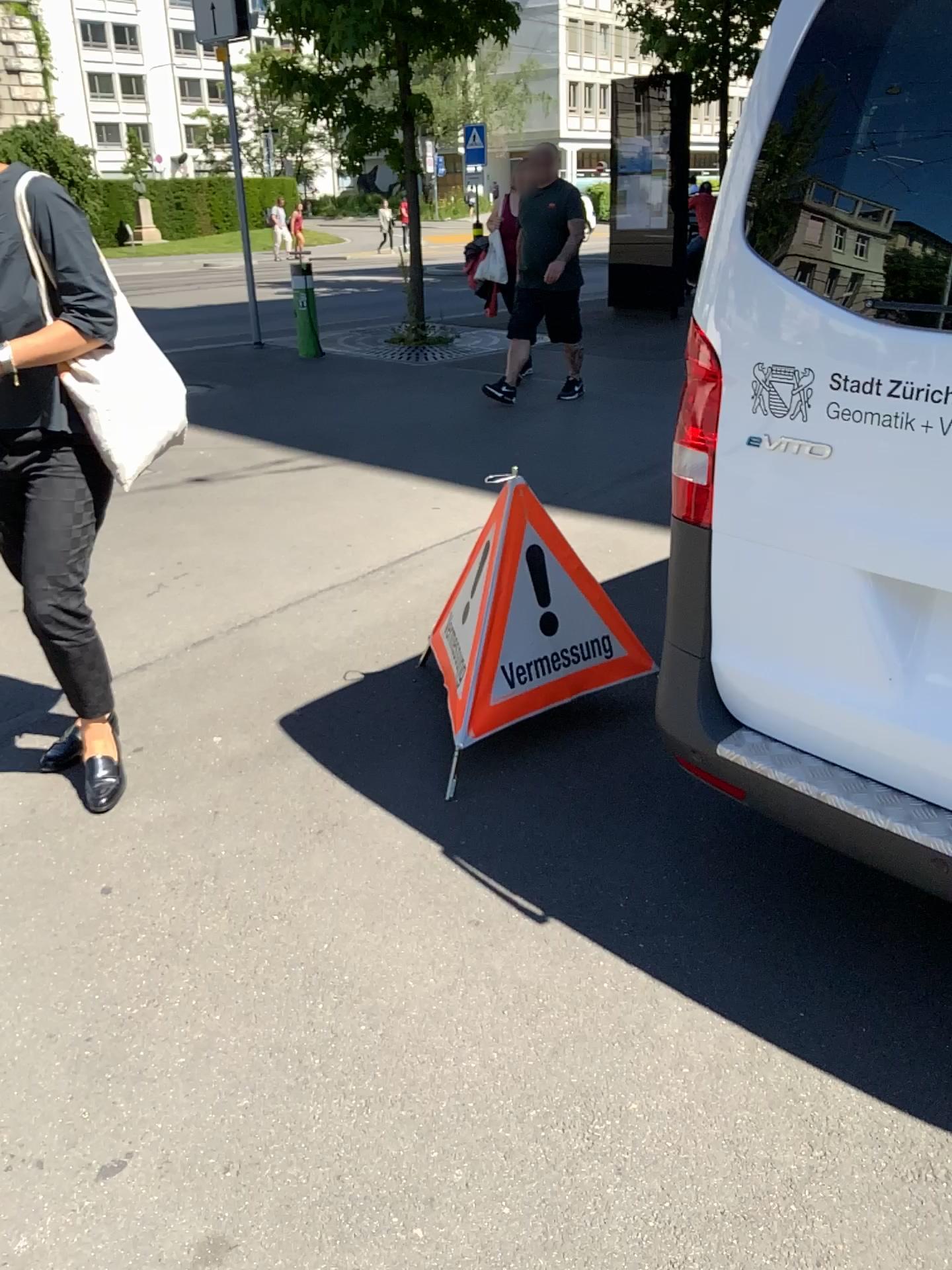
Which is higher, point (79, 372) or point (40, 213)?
point (40, 213)

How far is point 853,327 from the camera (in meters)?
1.59

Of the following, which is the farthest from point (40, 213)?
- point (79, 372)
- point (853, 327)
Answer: point (853, 327)

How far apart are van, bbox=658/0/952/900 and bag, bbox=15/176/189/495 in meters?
1.2

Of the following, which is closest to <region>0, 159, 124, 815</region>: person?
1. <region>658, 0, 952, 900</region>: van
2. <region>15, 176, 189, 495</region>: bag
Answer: <region>15, 176, 189, 495</region>: bag

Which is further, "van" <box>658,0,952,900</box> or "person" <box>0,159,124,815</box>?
"person" <box>0,159,124,815</box>

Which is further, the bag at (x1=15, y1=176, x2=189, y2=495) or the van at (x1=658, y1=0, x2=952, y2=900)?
the bag at (x1=15, y1=176, x2=189, y2=495)

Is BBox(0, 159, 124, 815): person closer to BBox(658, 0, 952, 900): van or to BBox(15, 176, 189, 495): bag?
BBox(15, 176, 189, 495): bag

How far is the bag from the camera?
2.3 meters

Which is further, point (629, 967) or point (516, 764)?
point (516, 764)
